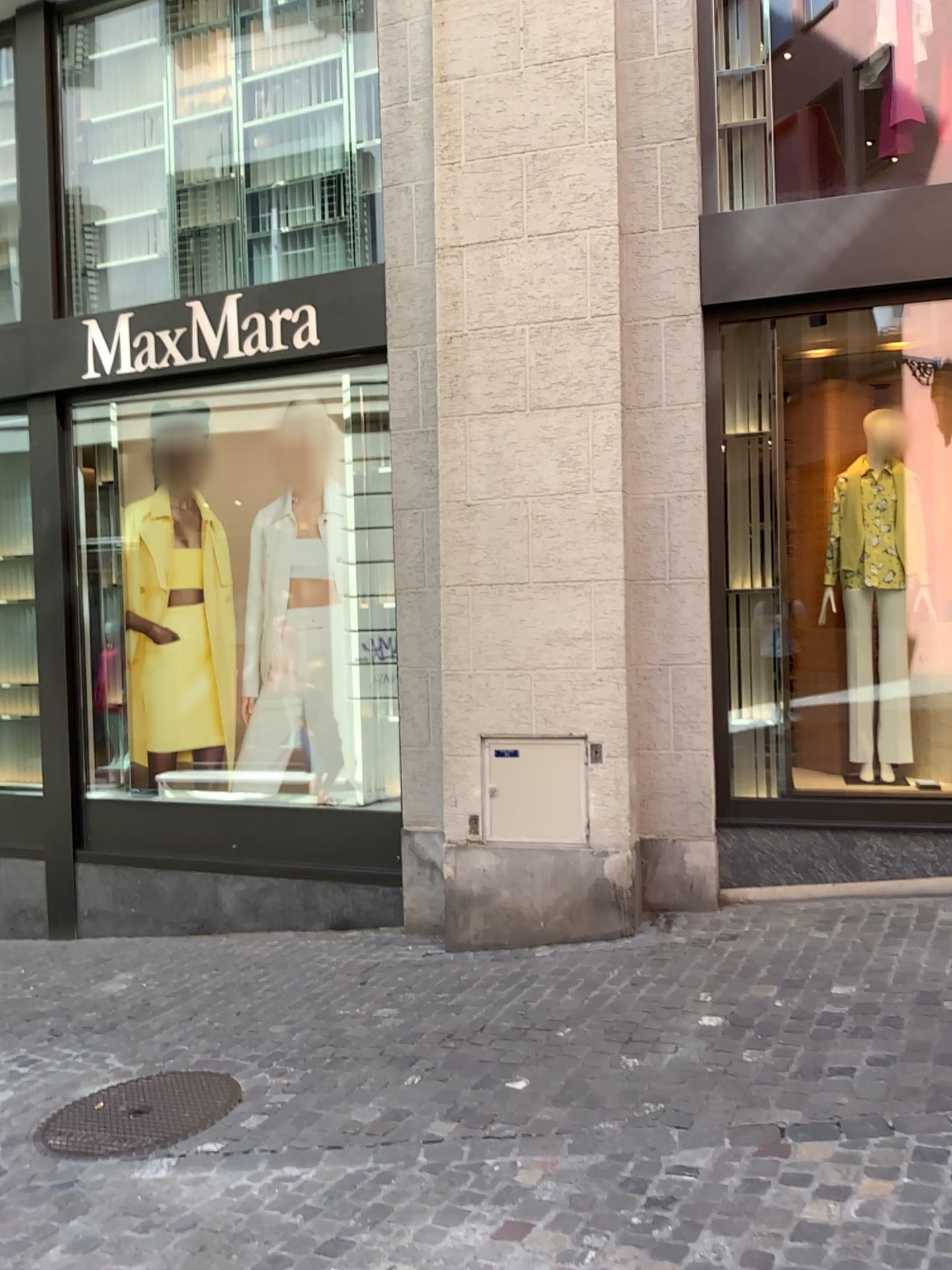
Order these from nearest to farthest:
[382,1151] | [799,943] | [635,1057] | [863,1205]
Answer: [863,1205] → [382,1151] → [635,1057] → [799,943]
